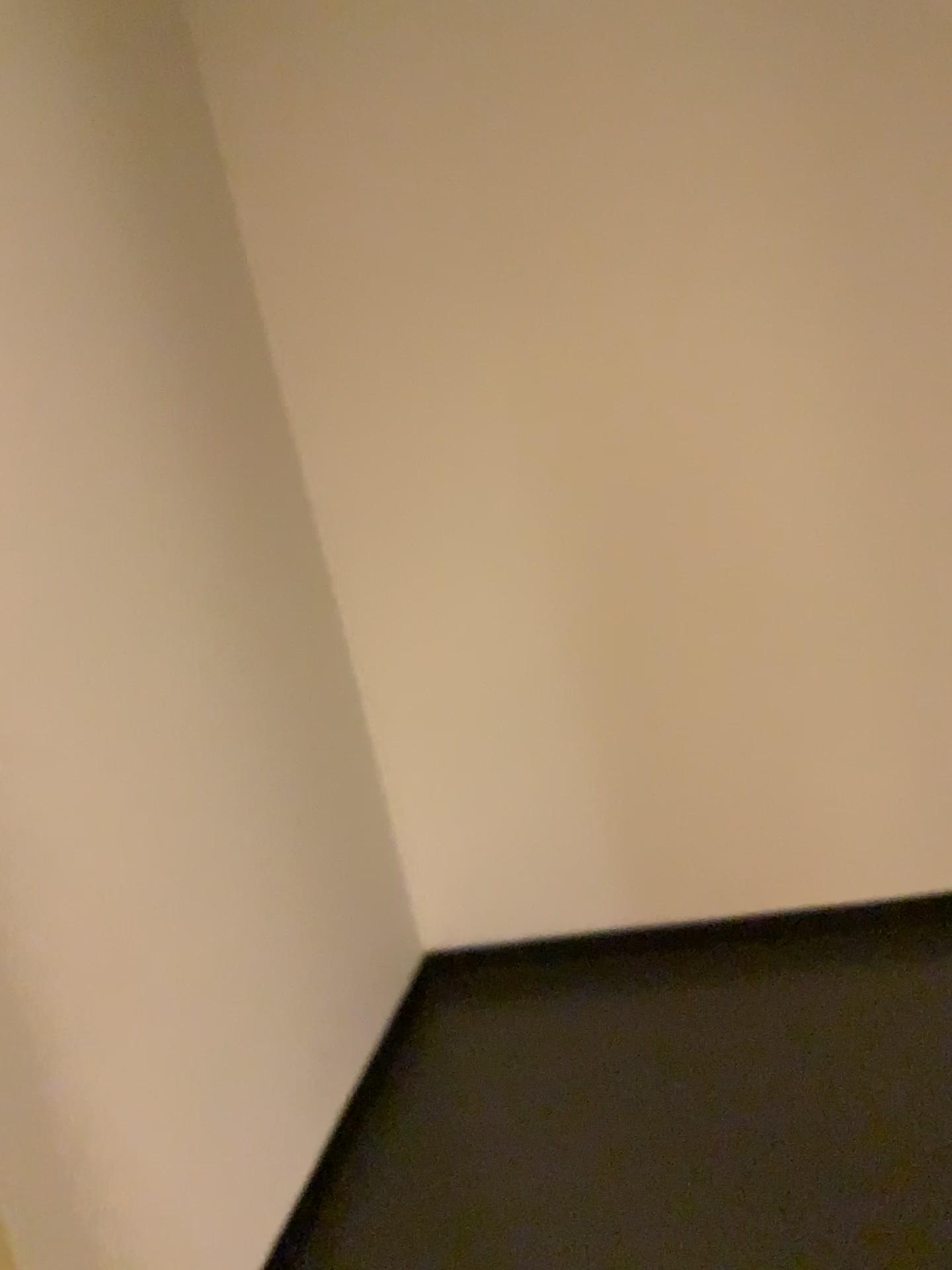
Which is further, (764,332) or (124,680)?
(764,332)
